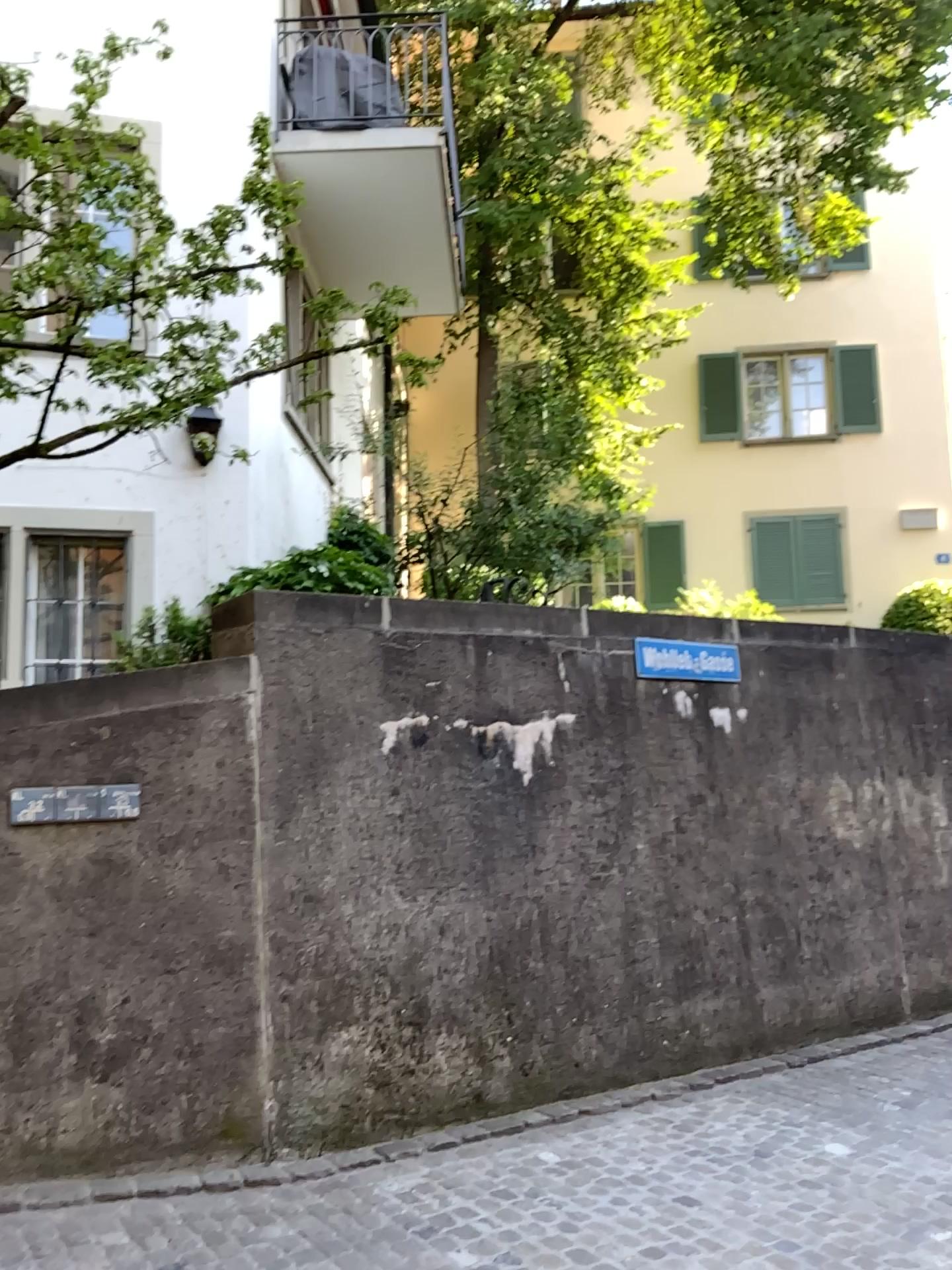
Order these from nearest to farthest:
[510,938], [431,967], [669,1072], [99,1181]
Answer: [99,1181] → [431,967] → [510,938] → [669,1072]
